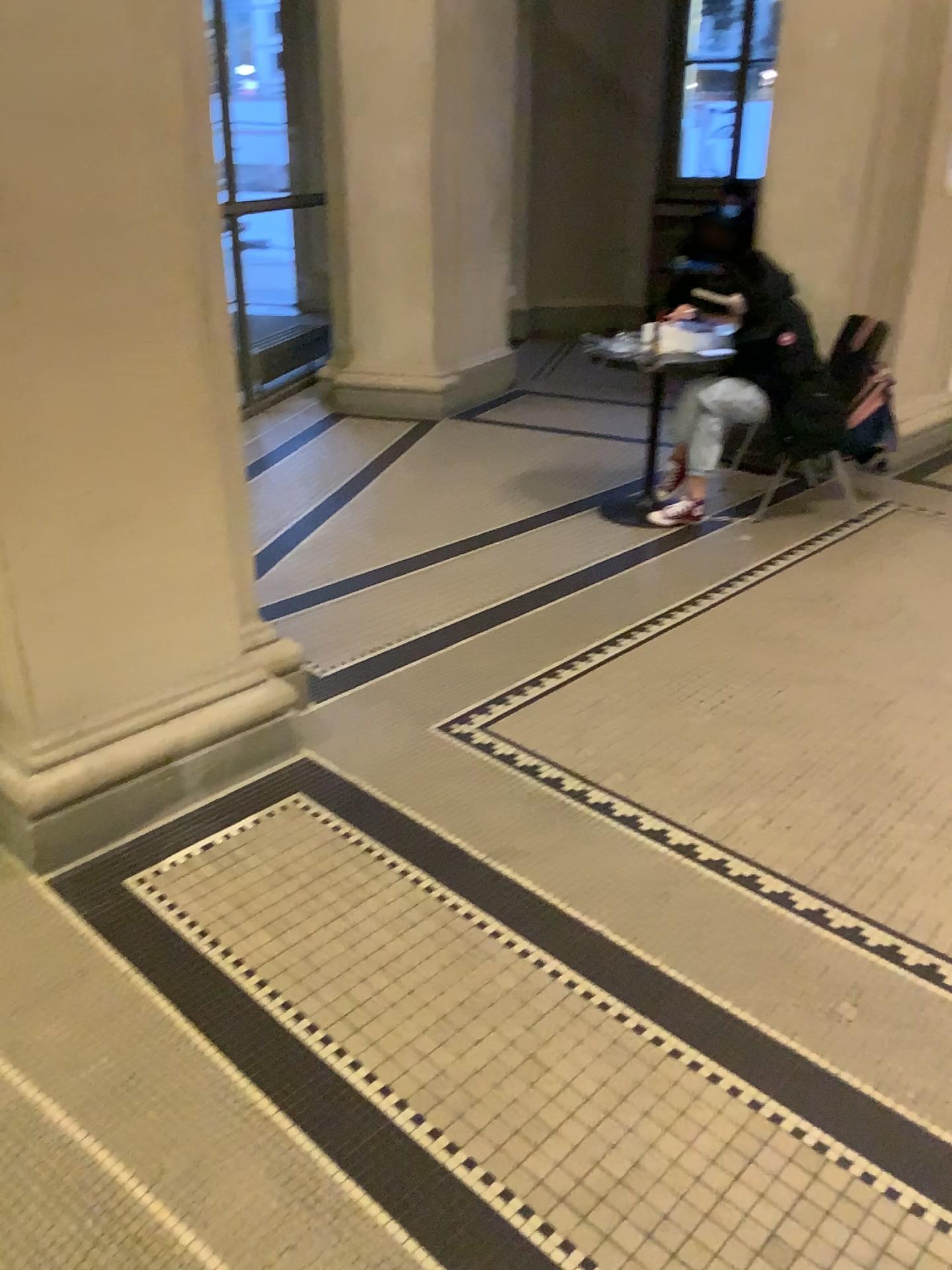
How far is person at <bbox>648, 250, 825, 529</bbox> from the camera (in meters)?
4.19

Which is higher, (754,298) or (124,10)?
(124,10)

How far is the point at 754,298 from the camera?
4.2m

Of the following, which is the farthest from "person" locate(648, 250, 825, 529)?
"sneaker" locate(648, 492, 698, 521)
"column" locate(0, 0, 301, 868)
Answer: "column" locate(0, 0, 301, 868)

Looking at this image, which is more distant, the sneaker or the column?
the sneaker

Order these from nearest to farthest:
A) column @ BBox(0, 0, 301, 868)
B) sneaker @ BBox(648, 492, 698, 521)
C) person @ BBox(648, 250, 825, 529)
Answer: column @ BBox(0, 0, 301, 868) → person @ BBox(648, 250, 825, 529) → sneaker @ BBox(648, 492, 698, 521)

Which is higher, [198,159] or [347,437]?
[198,159]

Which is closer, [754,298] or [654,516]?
[754,298]

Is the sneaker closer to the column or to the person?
the person
